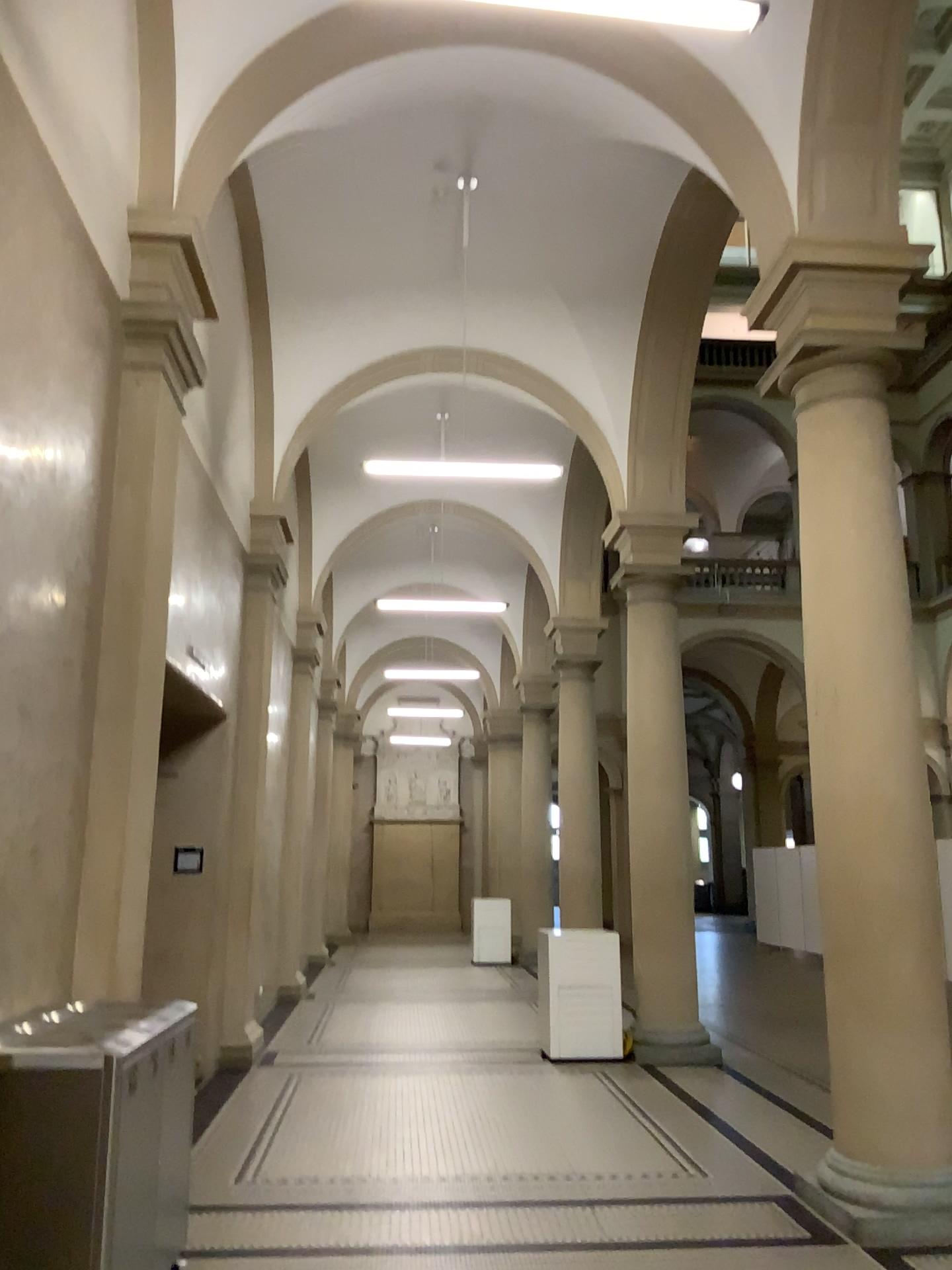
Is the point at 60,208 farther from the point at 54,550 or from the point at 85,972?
the point at 85,972
